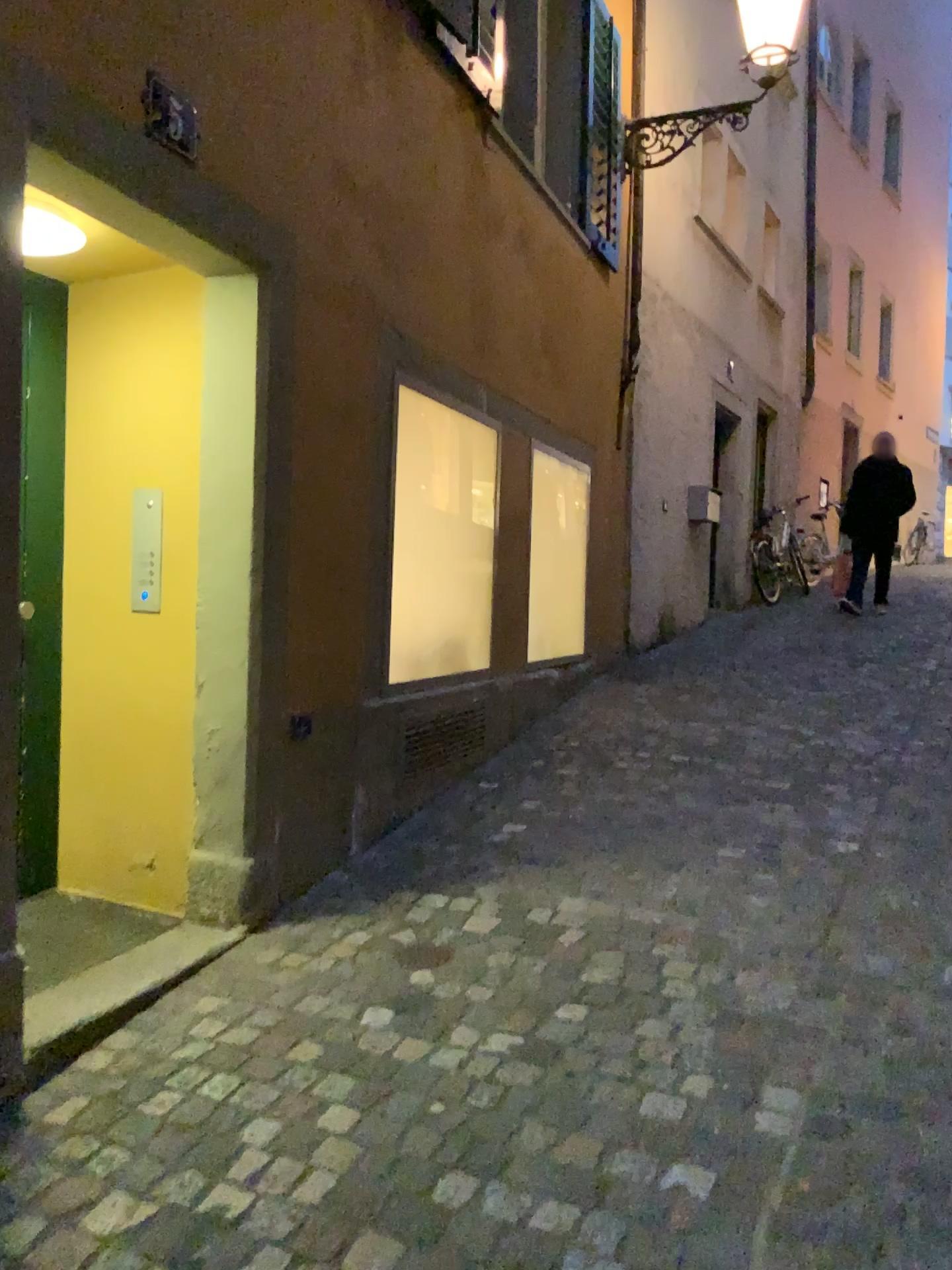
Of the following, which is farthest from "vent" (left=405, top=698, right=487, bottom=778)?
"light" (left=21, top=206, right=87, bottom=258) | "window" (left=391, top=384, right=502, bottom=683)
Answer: "light" (left=21, top=206, right=87, bottom=258)

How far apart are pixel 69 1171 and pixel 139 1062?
0.40m

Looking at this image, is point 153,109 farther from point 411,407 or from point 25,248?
point 411,407

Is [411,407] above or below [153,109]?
below

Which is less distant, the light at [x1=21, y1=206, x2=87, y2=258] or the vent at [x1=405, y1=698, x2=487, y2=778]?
the light at [x1=21, y1=206, x2=87, y2=258]

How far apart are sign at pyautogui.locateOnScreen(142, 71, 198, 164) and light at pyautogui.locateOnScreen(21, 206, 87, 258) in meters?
0.3 m

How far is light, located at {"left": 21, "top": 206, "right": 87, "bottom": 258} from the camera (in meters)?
2.49

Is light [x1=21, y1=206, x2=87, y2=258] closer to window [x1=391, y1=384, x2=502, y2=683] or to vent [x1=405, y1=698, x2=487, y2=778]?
window [x1=391, y1=384, x2=502, y2=683]

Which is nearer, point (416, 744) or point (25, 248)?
point (25, 248)

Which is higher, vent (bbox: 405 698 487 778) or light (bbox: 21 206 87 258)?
light (bbox: 21 206 87 258)
